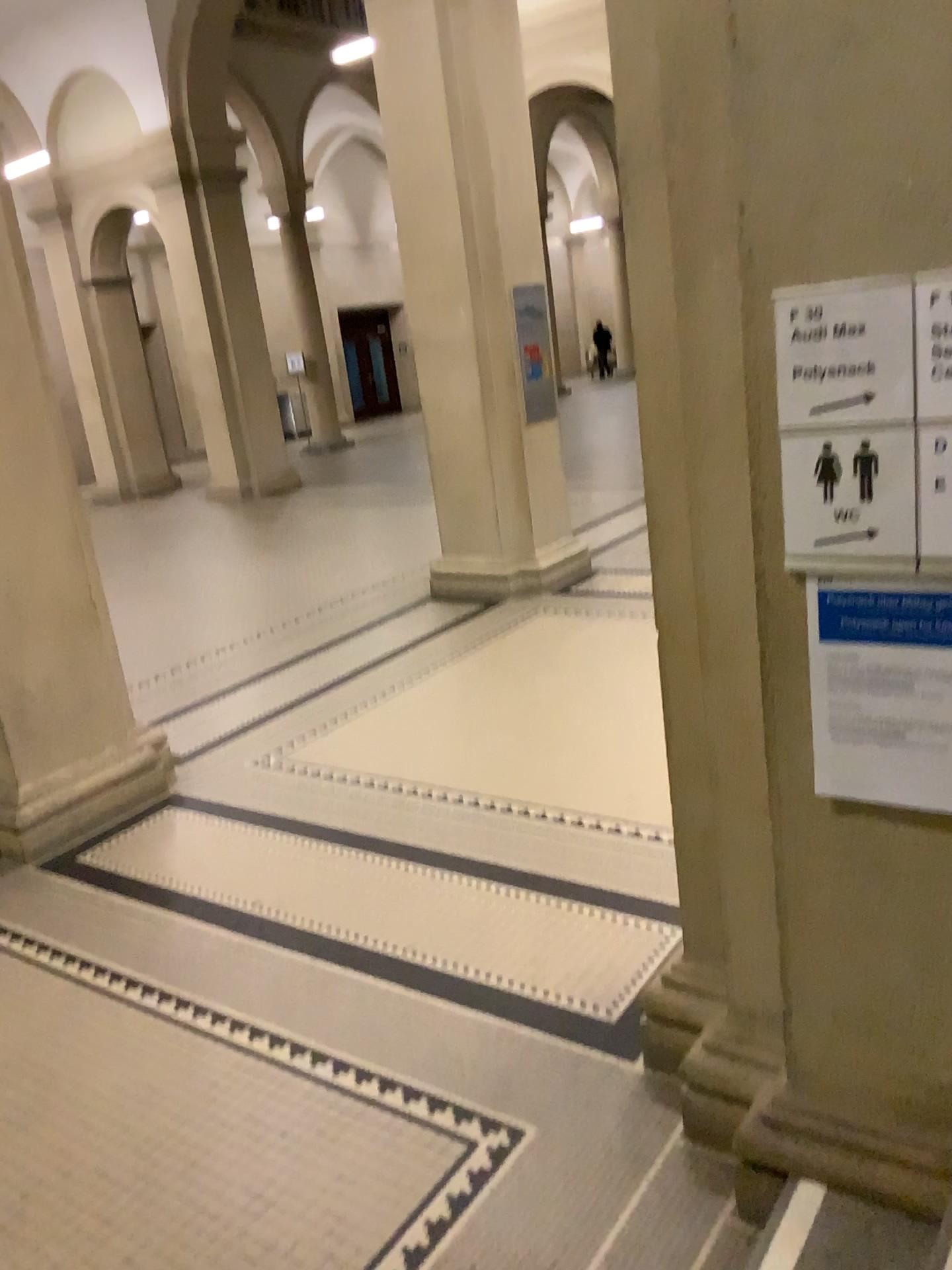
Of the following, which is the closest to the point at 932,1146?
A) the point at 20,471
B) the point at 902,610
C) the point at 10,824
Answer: the point at 902,610

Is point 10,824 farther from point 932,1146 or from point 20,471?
point 932,1146

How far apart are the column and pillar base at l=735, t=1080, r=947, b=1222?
2.95m

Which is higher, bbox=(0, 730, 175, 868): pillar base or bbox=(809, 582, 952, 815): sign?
bbox=(809, 582, 952, 815): sign

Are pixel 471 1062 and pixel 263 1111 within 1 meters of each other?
yes

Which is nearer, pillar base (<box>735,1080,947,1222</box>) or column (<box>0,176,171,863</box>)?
pillar base (<box>735,1080,947,1222</box>)

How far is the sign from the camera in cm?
173

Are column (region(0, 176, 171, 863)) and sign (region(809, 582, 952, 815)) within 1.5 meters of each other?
no

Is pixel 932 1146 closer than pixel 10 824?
Yes

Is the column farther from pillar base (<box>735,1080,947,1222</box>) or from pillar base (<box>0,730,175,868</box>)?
pillar base (<box>735,1080,947,1222</box>)
